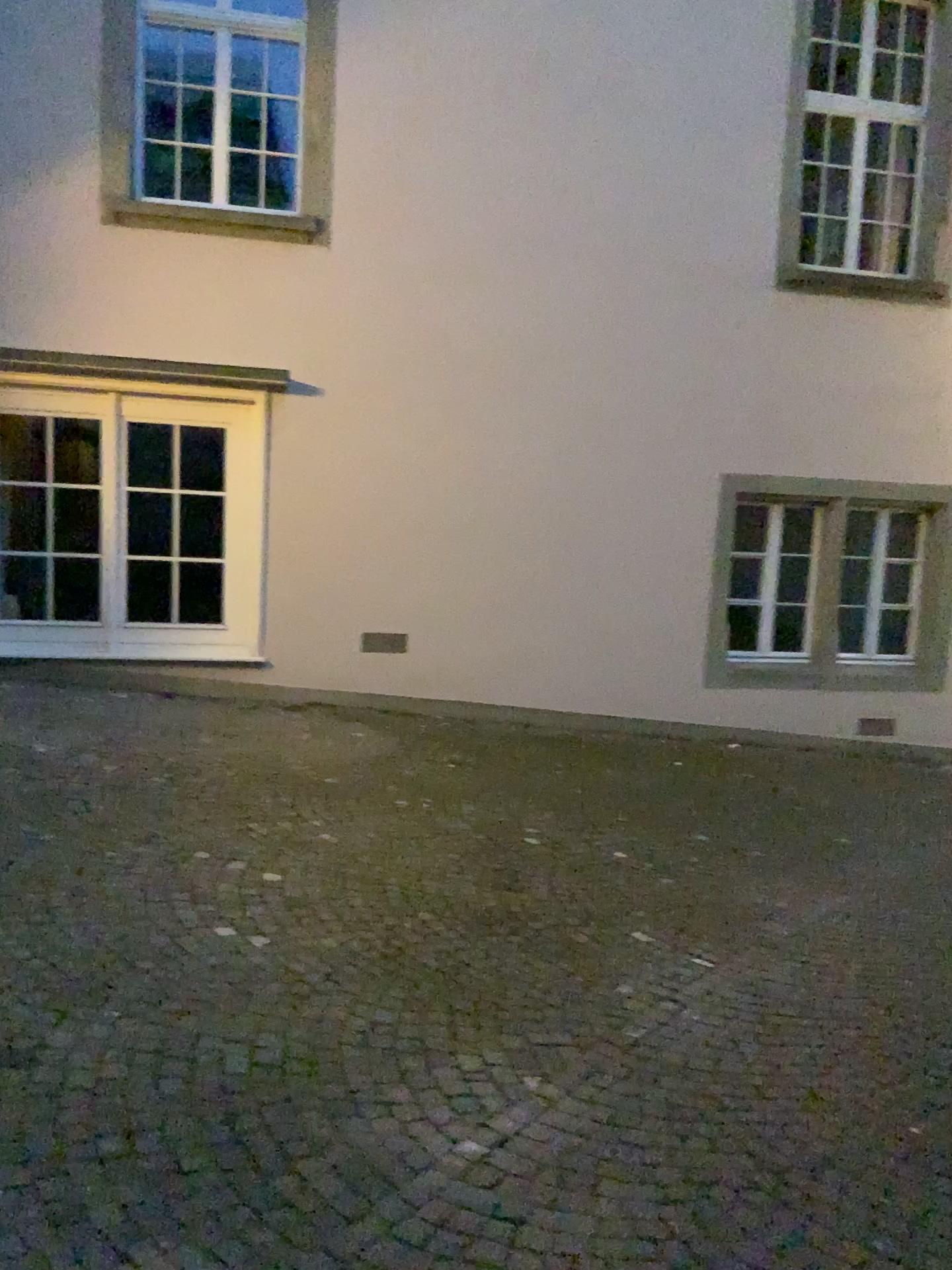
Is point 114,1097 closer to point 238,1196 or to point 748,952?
point 238,1196
